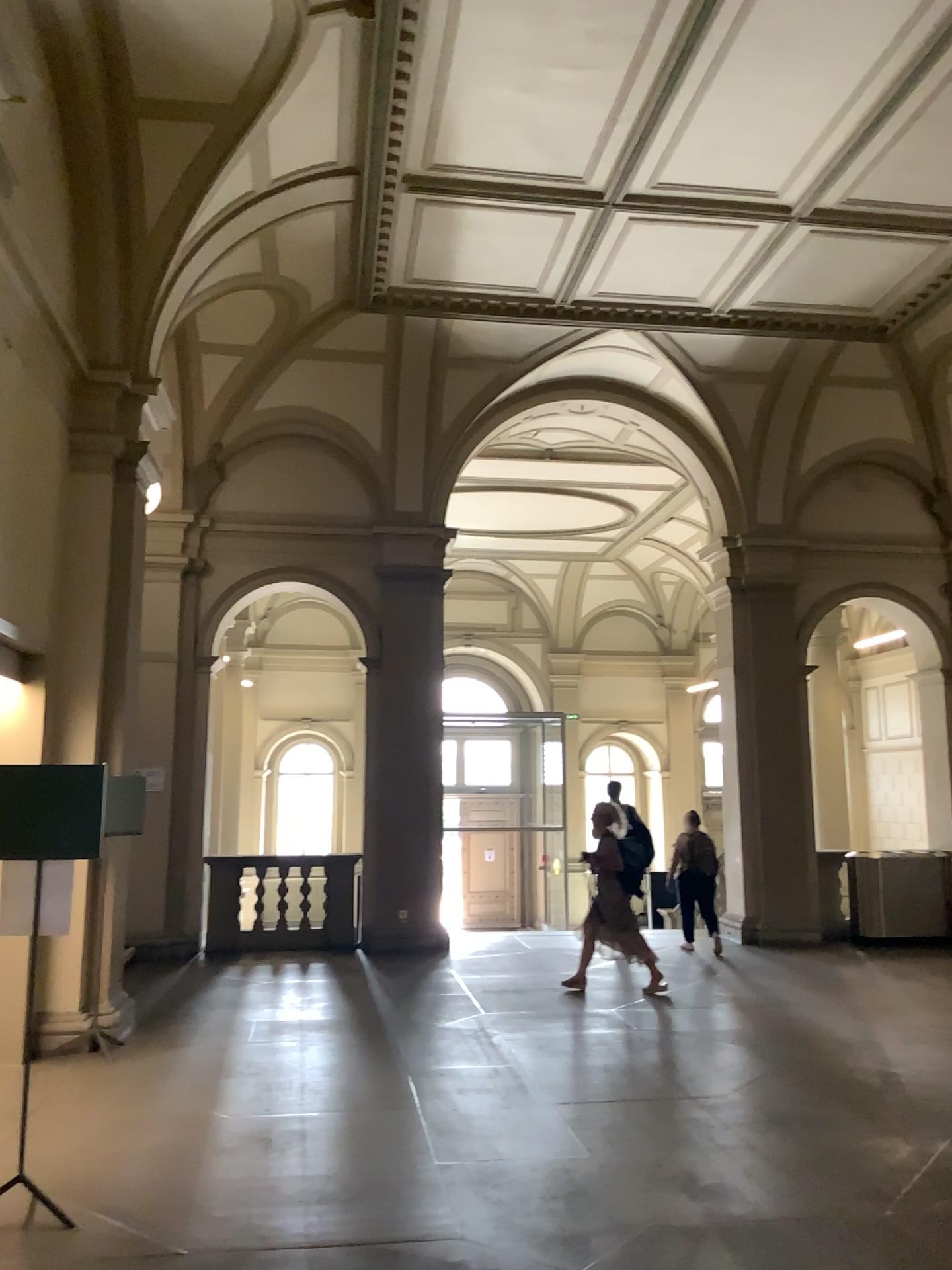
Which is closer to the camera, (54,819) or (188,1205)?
(188,1205)
